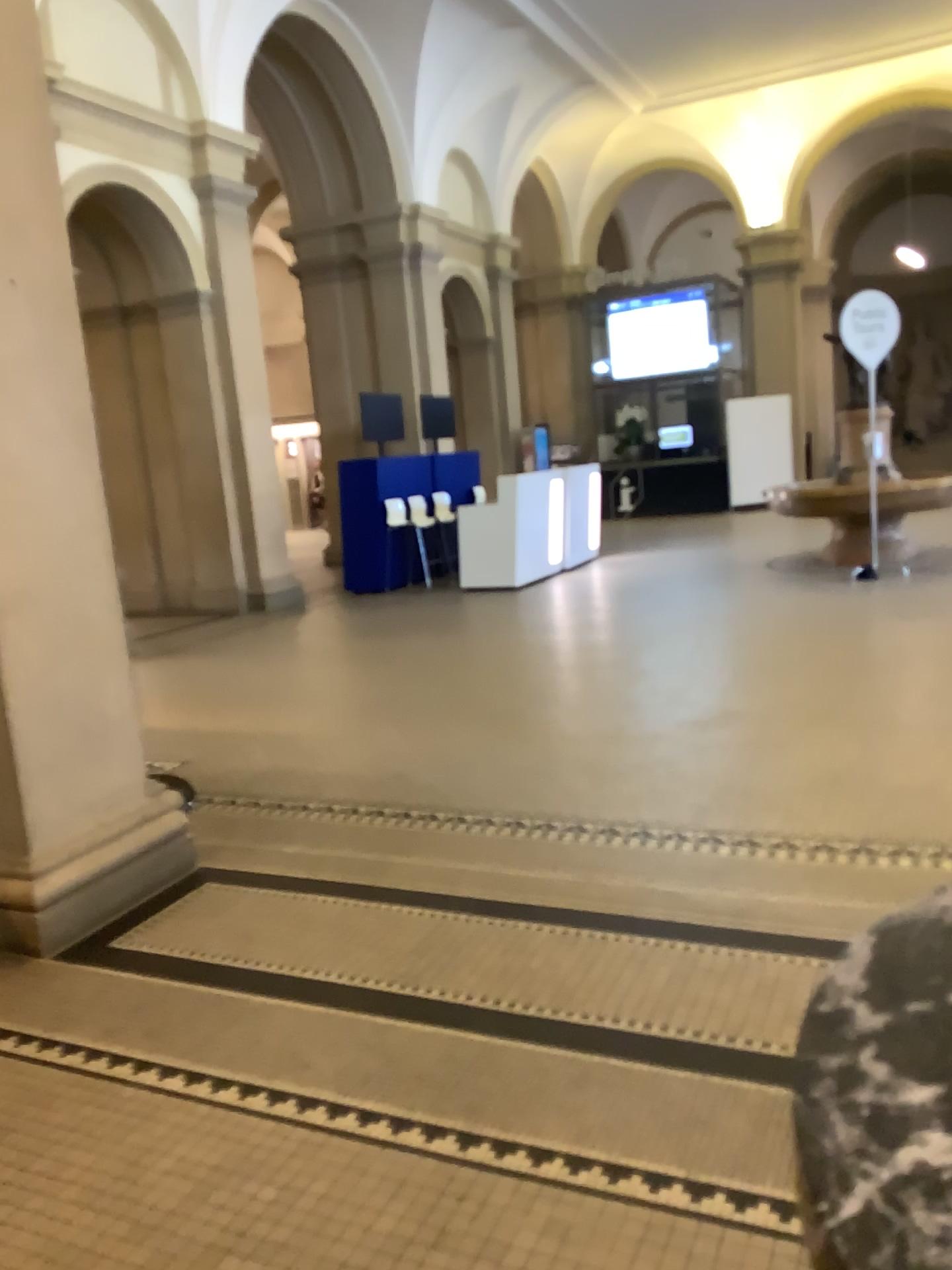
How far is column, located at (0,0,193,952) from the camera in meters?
3.2

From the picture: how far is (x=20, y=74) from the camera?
3.2m

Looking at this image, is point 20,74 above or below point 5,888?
above

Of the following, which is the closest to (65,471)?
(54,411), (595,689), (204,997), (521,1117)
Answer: (54,411)
